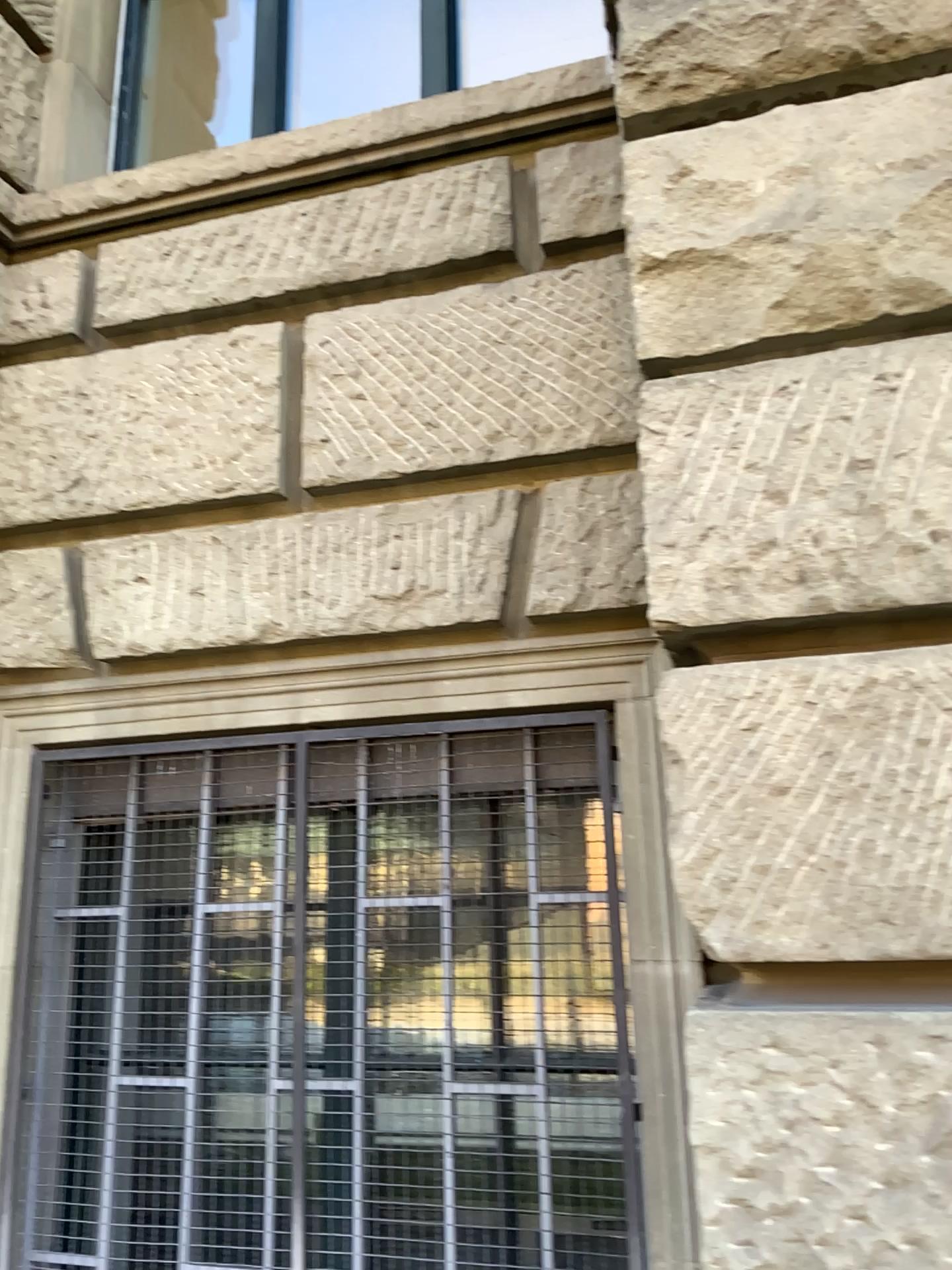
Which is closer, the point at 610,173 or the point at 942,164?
the point at 942,164

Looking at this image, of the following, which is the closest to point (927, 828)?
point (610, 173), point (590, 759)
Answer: point (590, 759)

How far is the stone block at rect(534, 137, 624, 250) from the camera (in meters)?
2.38

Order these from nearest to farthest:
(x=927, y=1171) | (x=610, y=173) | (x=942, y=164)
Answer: (x=927, y=1171) → (x=942, y=164) → (x=610, y=173)

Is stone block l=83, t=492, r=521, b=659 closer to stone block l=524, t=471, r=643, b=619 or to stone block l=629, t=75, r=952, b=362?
stone block l=524, t=471, r=643, b=619

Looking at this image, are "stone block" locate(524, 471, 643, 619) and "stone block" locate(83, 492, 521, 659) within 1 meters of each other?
yes

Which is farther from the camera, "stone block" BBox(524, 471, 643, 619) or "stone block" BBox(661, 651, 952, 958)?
"stone block" BBox(524, 471, 643, 619)

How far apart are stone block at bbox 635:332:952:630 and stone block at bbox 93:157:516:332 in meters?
0.8

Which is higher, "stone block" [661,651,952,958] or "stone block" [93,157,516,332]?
"stone block" [93,157,516,332]

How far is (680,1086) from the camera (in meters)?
1.66
